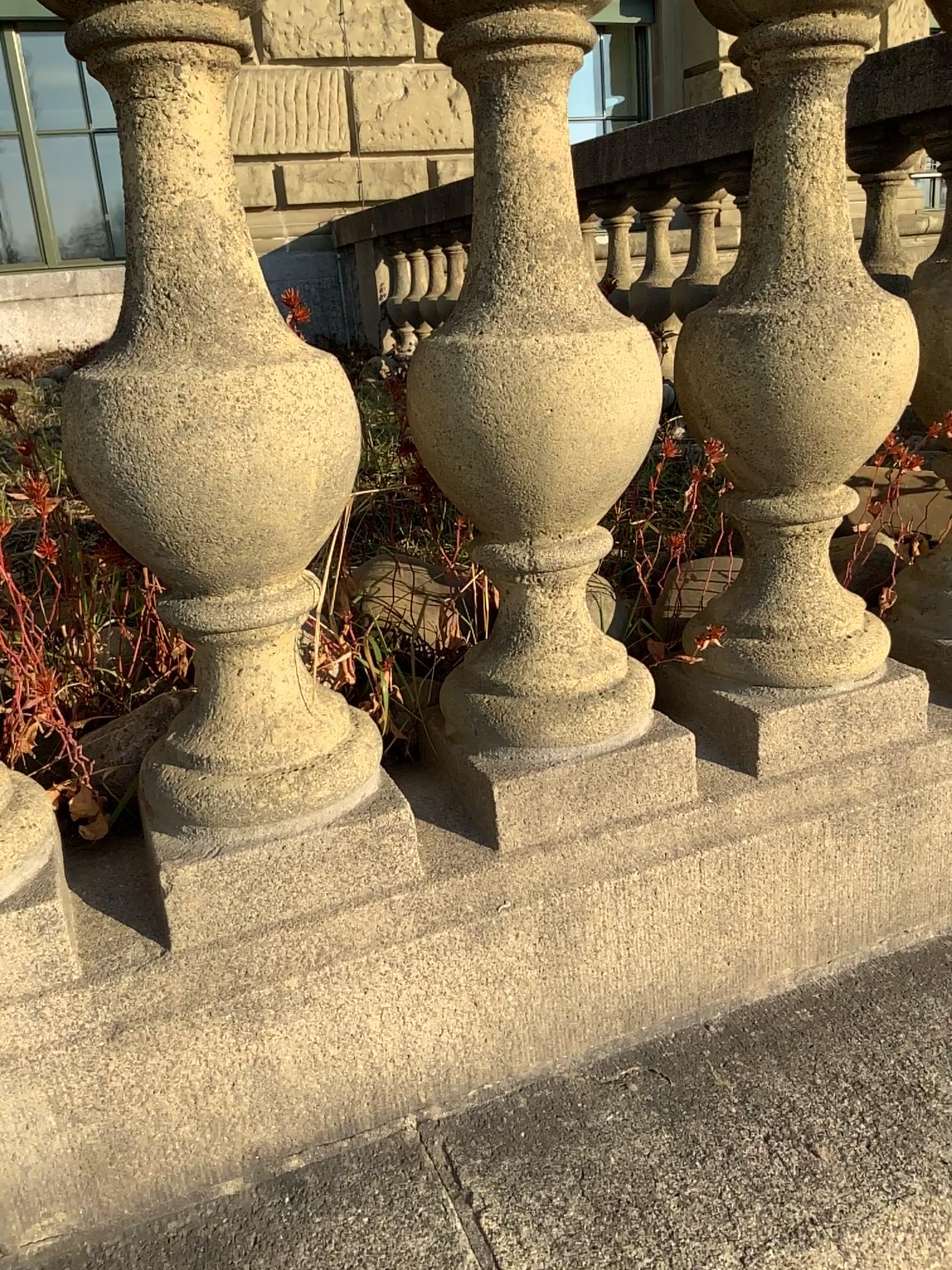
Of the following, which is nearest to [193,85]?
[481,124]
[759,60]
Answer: [481,124]

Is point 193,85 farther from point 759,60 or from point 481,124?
point 759,60

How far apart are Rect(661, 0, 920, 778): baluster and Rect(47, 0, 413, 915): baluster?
0.31m

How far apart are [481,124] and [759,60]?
0.3 meters

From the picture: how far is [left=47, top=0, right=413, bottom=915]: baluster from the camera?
0.7m

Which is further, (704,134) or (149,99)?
(704,134)

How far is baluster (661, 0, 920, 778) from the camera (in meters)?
0.85

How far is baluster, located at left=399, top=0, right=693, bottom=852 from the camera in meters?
0.8
